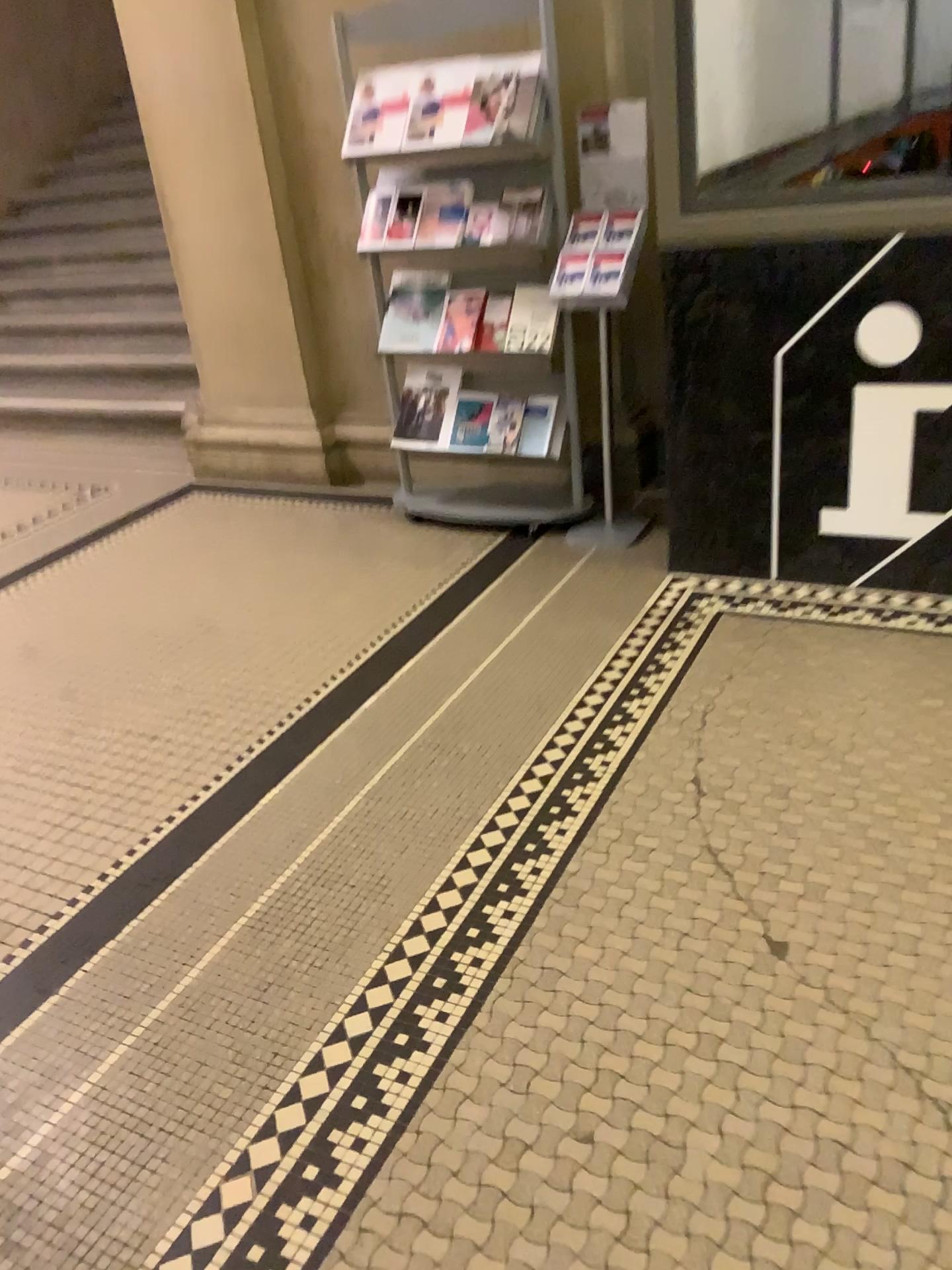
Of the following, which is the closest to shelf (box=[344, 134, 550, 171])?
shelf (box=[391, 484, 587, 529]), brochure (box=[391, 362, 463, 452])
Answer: brochure (box=[391, 362, 463, 452])

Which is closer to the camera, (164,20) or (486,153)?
(486,153)

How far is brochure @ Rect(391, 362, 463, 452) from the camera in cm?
354

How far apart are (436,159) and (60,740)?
2.0m

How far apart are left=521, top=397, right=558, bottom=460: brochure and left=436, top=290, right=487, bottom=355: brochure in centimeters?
28cm

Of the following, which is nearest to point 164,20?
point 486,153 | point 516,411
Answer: point 486,153

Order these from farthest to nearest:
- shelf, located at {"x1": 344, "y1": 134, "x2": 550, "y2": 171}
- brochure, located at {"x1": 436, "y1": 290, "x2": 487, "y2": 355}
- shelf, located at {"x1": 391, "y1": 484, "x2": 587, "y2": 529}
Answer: shelf, located at {"x1": 391, "y1": 484, "x2": 587, "y2": 529} < brochure, located at {"x1": 436, "y1": 290, "x2": 487, "y2": 355} < shelf, located at {"x1": 344, "y1": 134, "x2": 550, "y2": 171}

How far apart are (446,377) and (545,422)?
0.4m

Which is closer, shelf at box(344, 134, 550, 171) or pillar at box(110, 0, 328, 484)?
shelf at box(344, 134, 550, 171)

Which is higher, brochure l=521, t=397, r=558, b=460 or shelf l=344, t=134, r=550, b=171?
shelf l=344, t=134, r=550, b=171
